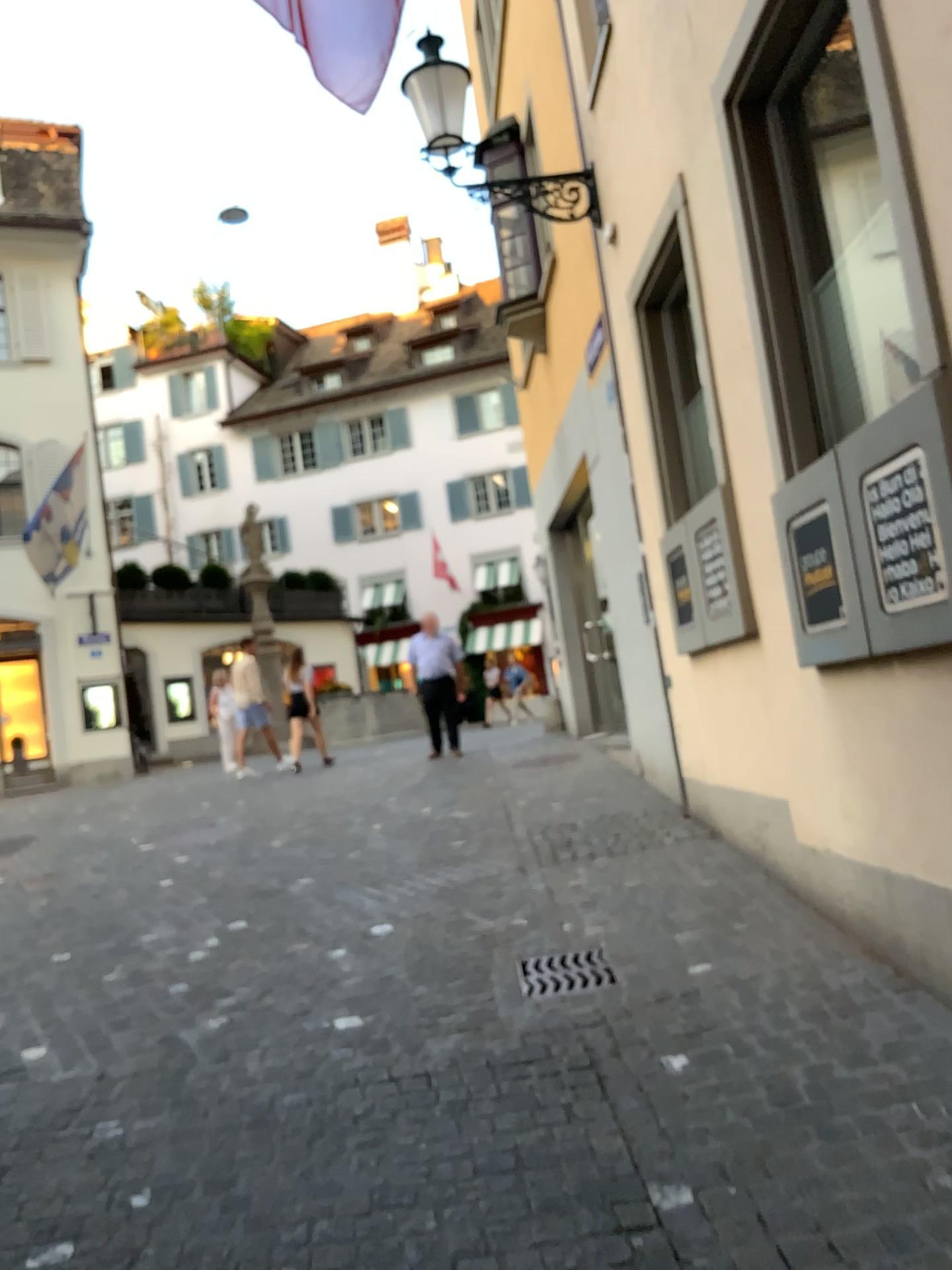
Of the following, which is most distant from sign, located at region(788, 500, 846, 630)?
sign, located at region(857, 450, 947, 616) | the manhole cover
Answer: the manhole cover

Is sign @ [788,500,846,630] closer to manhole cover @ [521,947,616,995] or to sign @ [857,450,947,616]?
sign @ [857,450,947,616]

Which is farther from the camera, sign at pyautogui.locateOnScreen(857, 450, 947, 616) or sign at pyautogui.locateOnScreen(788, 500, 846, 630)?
sign at pyautogui.locateOnScreen(788, 500, 846, 630)

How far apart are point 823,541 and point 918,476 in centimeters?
78cm

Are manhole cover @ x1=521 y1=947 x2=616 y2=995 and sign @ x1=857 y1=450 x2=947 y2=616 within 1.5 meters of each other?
no

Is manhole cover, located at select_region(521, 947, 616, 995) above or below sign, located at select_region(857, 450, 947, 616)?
A: below

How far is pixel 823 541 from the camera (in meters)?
3.82

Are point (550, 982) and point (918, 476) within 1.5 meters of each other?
no

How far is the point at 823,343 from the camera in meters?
4.1 m

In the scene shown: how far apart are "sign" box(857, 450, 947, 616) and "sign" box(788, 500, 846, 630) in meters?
0.4 m
